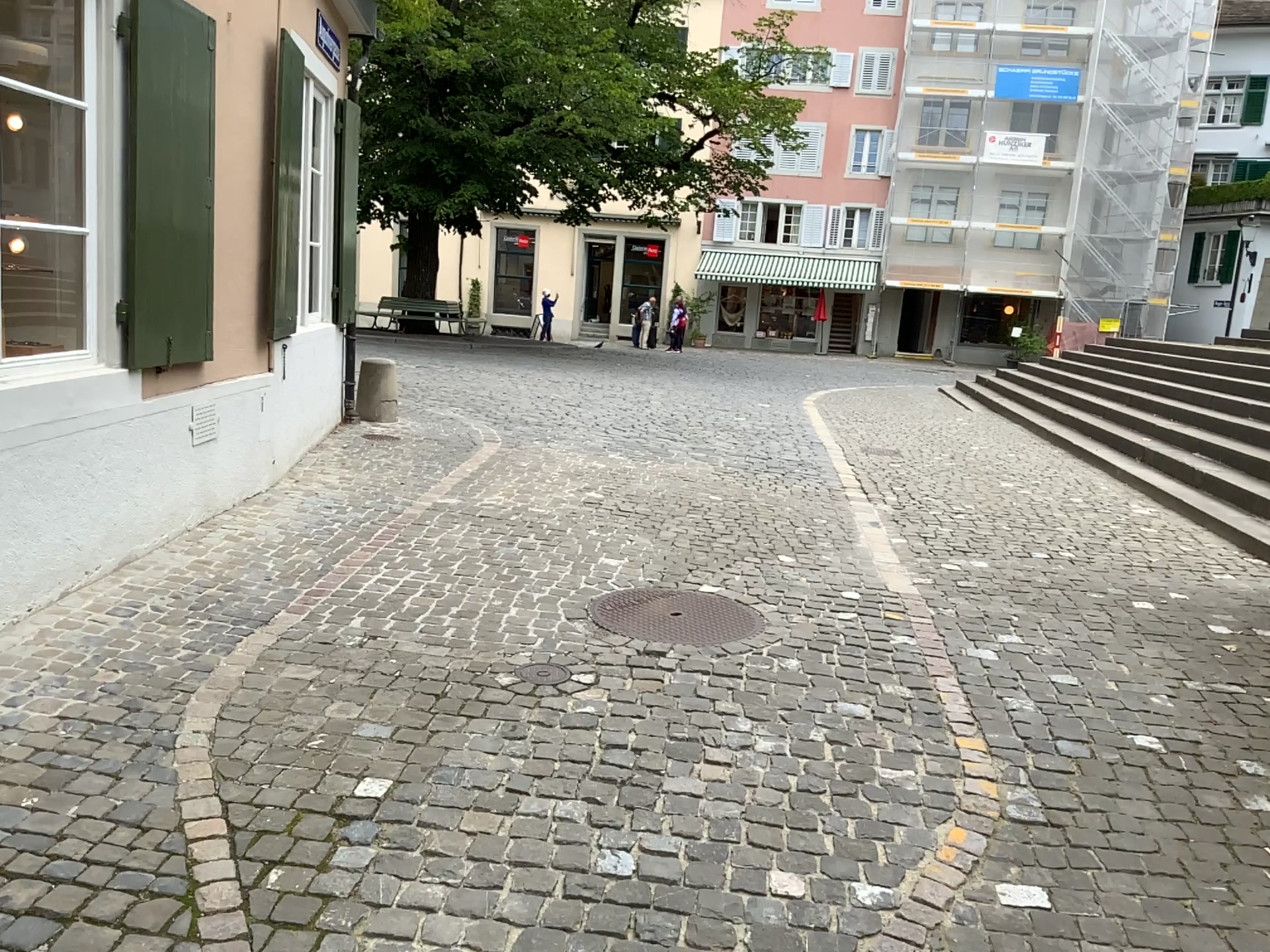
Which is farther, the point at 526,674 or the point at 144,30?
the point at 144,30

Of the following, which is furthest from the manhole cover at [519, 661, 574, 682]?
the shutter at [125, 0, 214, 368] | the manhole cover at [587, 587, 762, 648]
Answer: the shutter at [125, 0, 214, 368]

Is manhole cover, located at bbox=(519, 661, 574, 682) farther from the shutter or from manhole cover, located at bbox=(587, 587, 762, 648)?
the shutter

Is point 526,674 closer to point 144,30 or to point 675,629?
point 675,629

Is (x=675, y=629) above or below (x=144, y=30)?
below

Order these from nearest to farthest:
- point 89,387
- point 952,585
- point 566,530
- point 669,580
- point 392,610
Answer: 1. point 89,387
2. point 392,610
3. point 669,580
4. point 952,585
5. point 566,530

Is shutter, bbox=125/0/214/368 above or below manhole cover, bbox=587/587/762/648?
above

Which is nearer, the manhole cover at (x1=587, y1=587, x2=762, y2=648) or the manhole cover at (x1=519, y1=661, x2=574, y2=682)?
the manhole cover at (x1=519, y1=661, x2=574, y2=682)

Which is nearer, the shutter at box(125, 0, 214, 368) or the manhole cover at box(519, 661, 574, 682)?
the manhole cover at box(519, 661, 574, 682)
